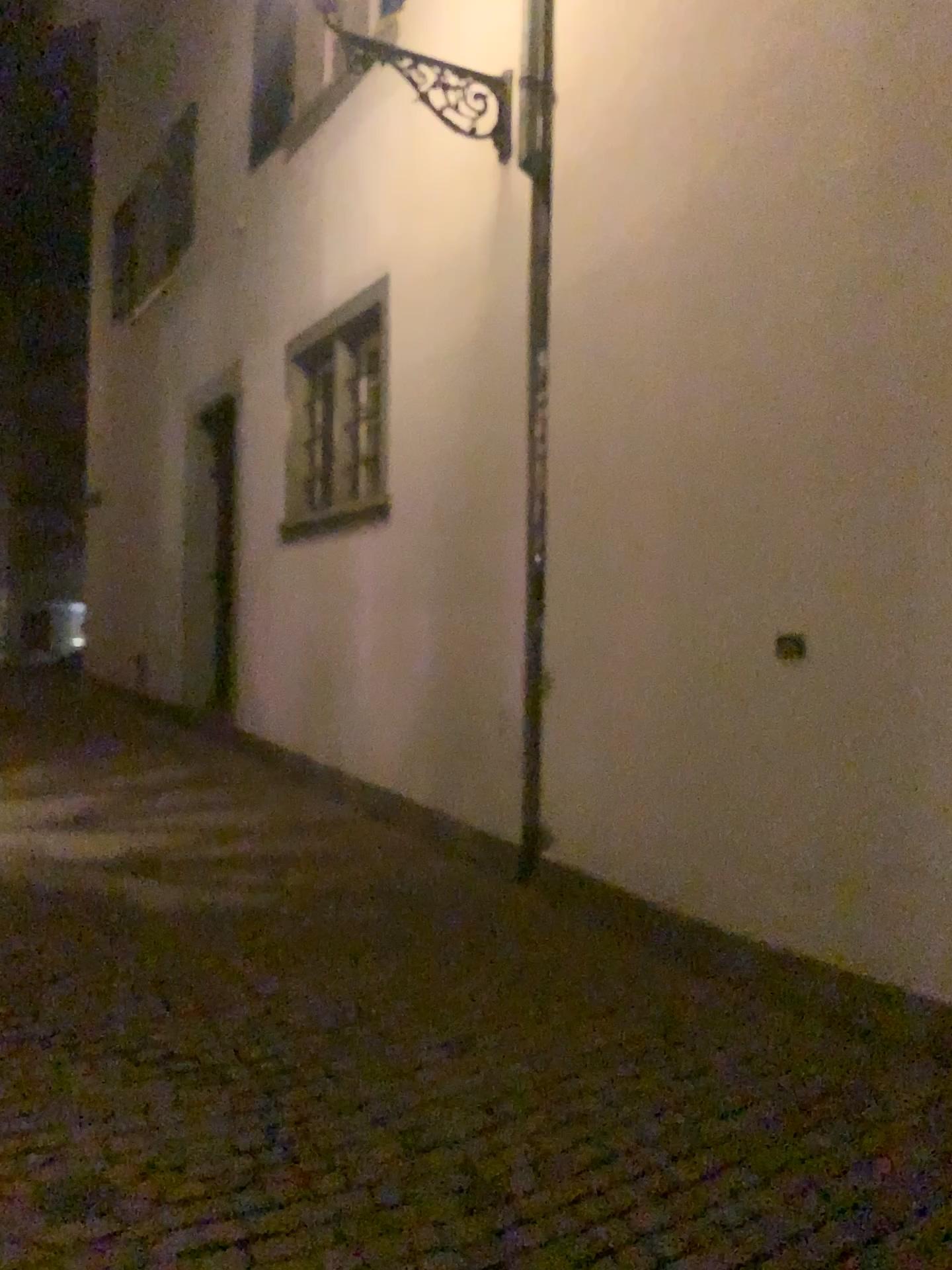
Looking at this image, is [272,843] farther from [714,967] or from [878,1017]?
[878,1017]
